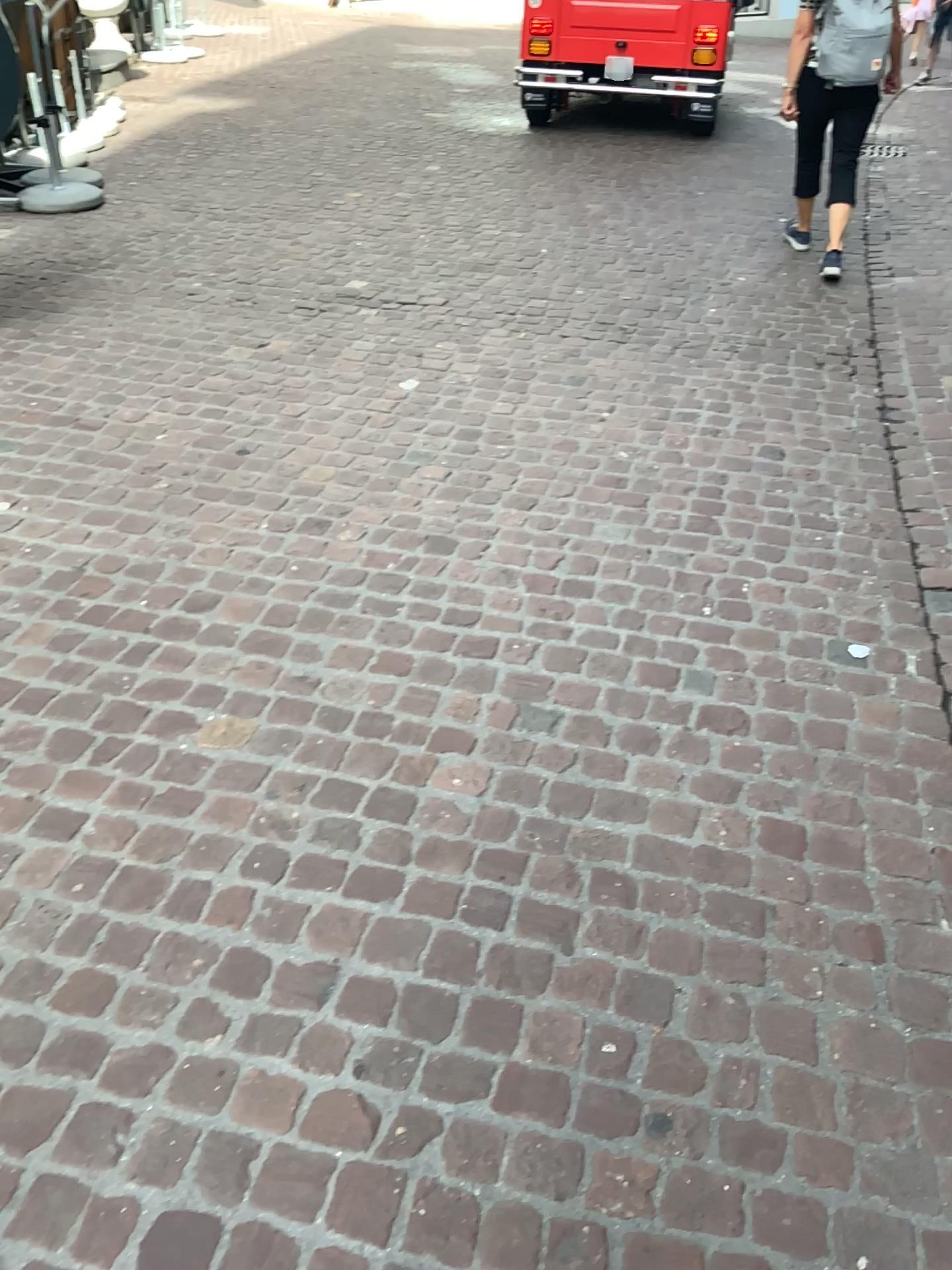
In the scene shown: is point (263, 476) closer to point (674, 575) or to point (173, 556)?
point (173, 556)
